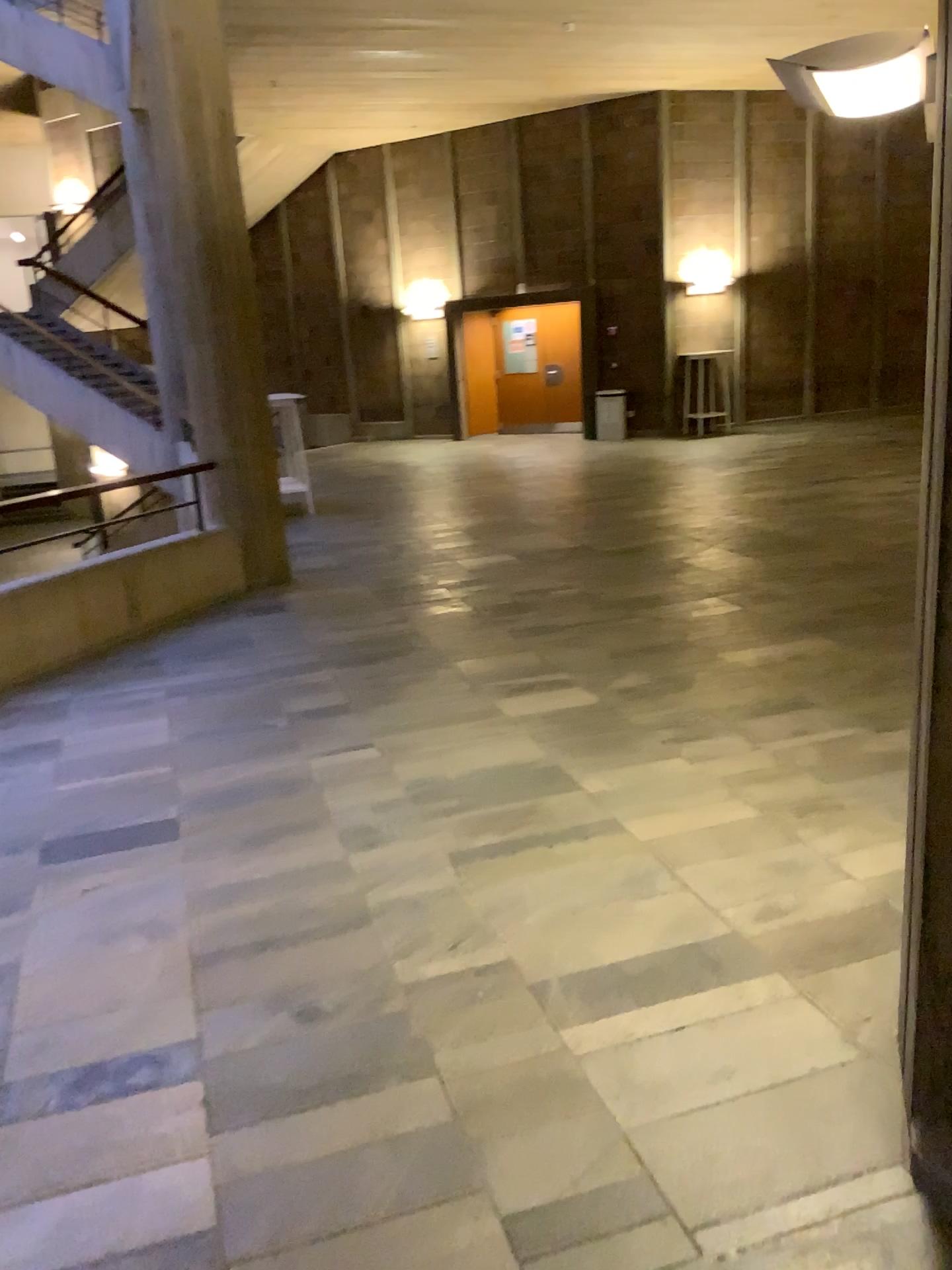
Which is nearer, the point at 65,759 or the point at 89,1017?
the point at 89,1017
